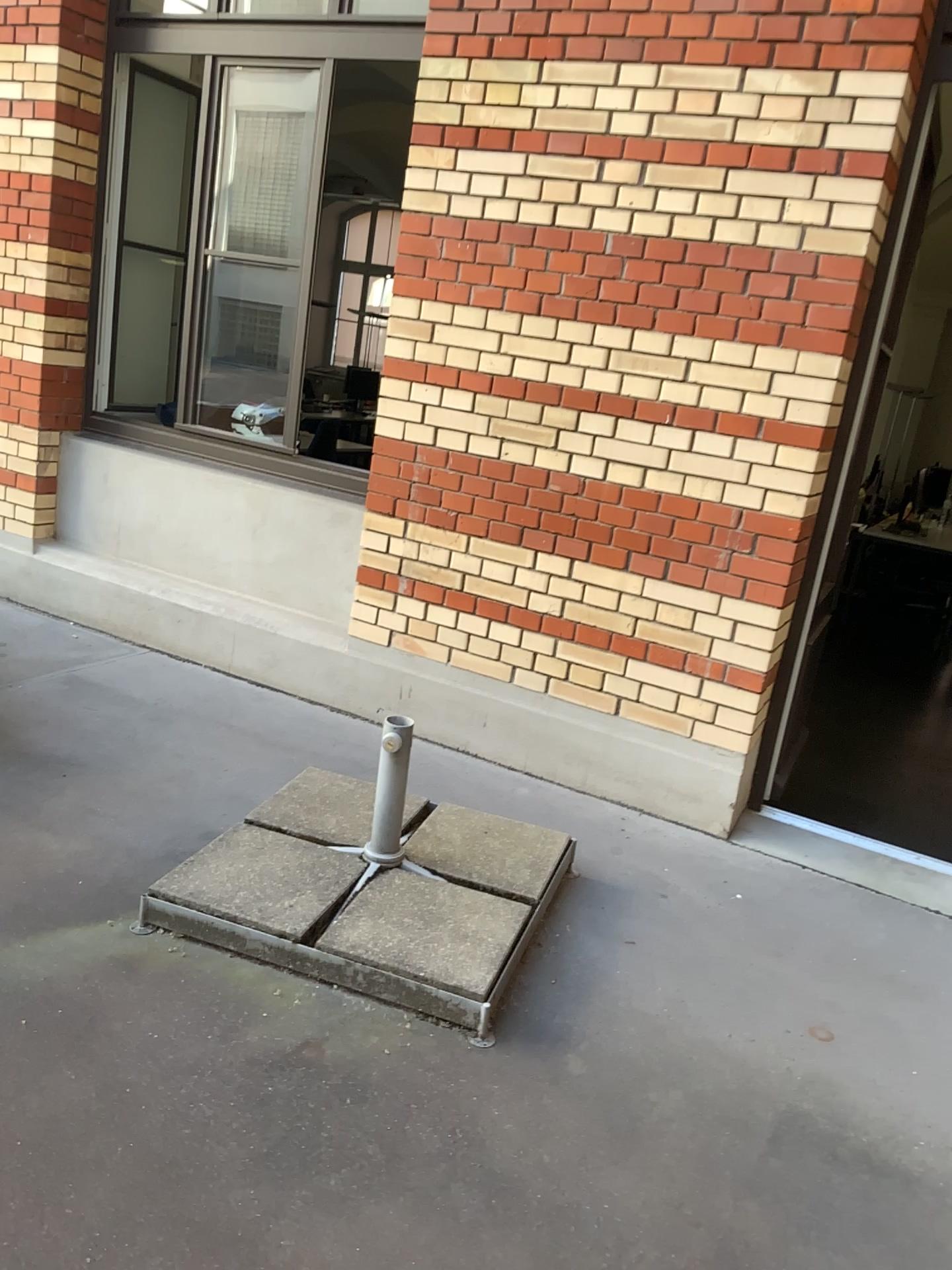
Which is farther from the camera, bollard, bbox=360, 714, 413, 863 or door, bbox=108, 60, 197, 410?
door, bbox=108, 60, 197, 410

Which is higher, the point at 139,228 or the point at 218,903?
the point at 139,228

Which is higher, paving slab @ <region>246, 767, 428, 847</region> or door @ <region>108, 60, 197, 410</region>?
door @ <region>108, 60, 197, 410</region>

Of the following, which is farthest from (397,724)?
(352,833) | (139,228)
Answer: (139,228)

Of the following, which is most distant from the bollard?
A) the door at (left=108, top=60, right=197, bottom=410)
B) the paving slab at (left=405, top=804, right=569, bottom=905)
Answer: the door at (left=108, top=60, right=197, bottom=410)

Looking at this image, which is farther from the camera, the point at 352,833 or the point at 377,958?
the point at 352,833

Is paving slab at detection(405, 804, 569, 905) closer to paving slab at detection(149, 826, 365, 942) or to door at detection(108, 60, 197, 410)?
paving slab at detection(149, 826, 365, 942)

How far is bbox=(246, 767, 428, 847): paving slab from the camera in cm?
285

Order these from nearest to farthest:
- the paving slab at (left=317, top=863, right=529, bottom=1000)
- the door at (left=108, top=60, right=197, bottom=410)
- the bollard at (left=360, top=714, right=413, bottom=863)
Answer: the paving slab at (left=317, top=863, right=529, bottom=1000) → the bollard at (left=360, top=714, right=413, bottom=863) → the door at (left=108, top=60, right=197, bottom=410)

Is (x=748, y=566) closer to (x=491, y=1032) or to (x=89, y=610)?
(x=491, y=1032)
